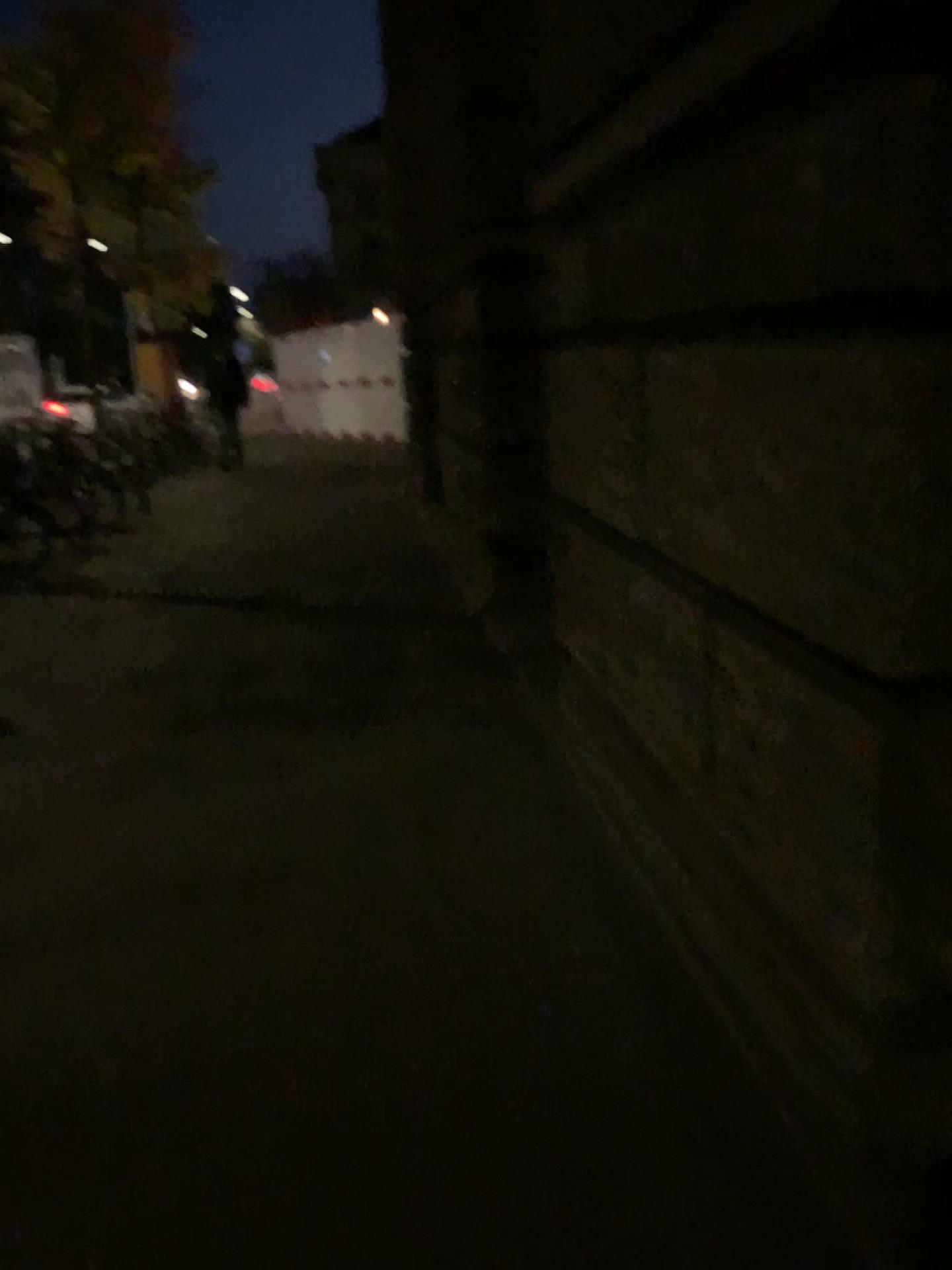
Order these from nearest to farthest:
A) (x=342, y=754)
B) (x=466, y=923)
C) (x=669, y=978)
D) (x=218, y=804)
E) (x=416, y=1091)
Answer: (x=416, y=1091)
(x=669, y=978)
(x=466, y=923)
(x=218, y=804)
(x=342, y=754)
